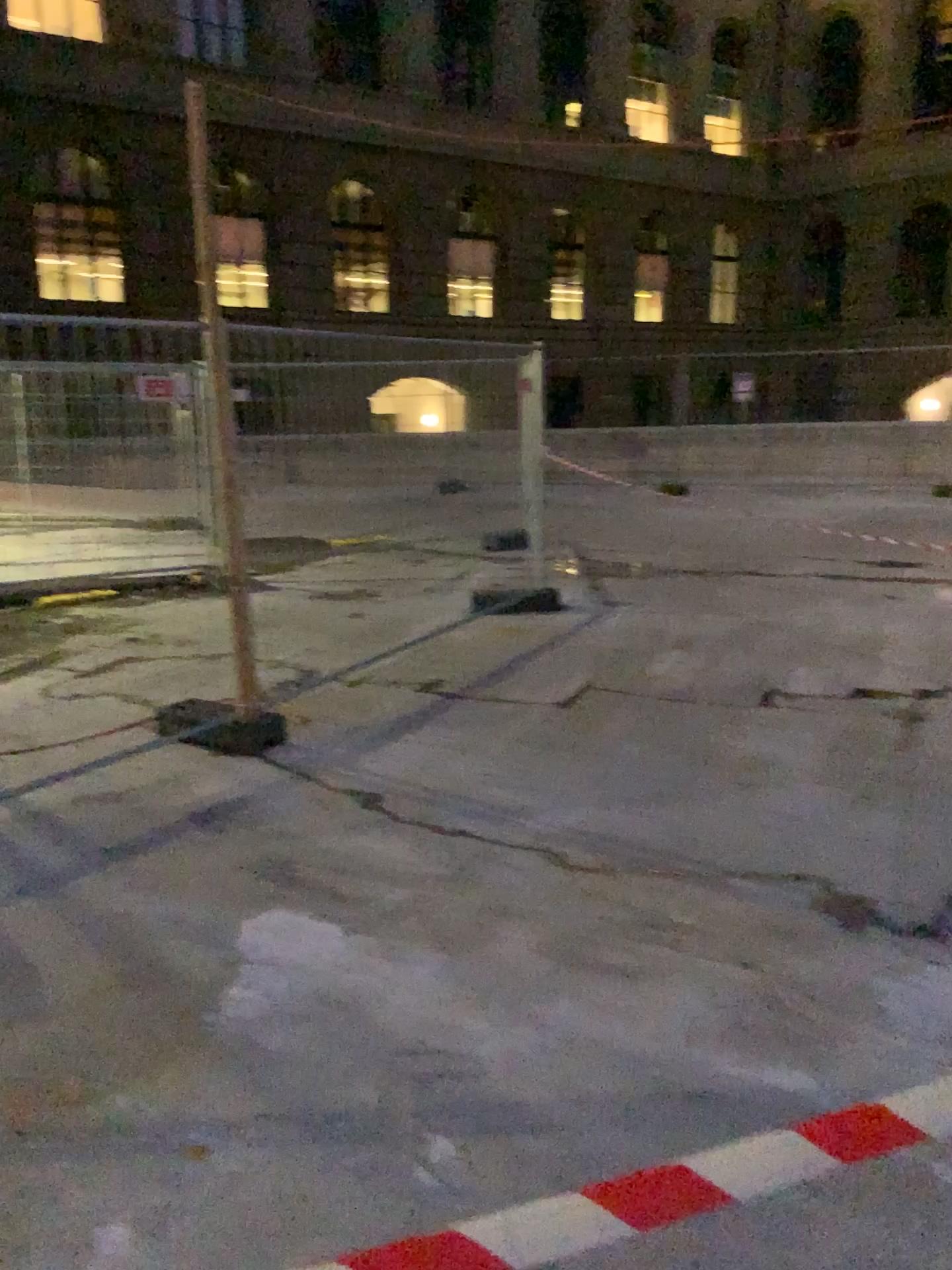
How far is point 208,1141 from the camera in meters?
2.3 m
